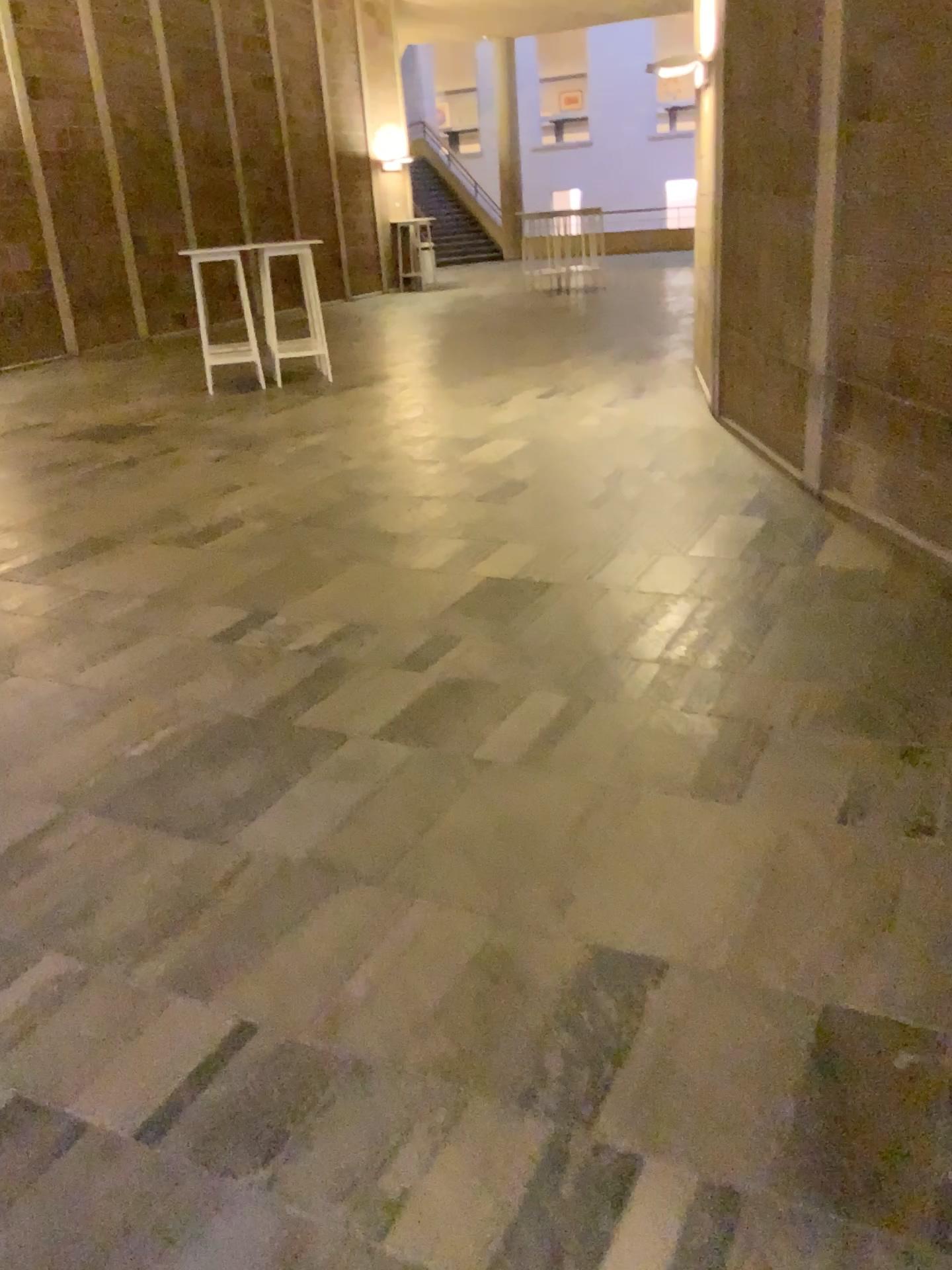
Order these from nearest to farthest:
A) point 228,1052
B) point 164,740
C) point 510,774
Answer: point 228,1052
point 510,774
point 164,740
